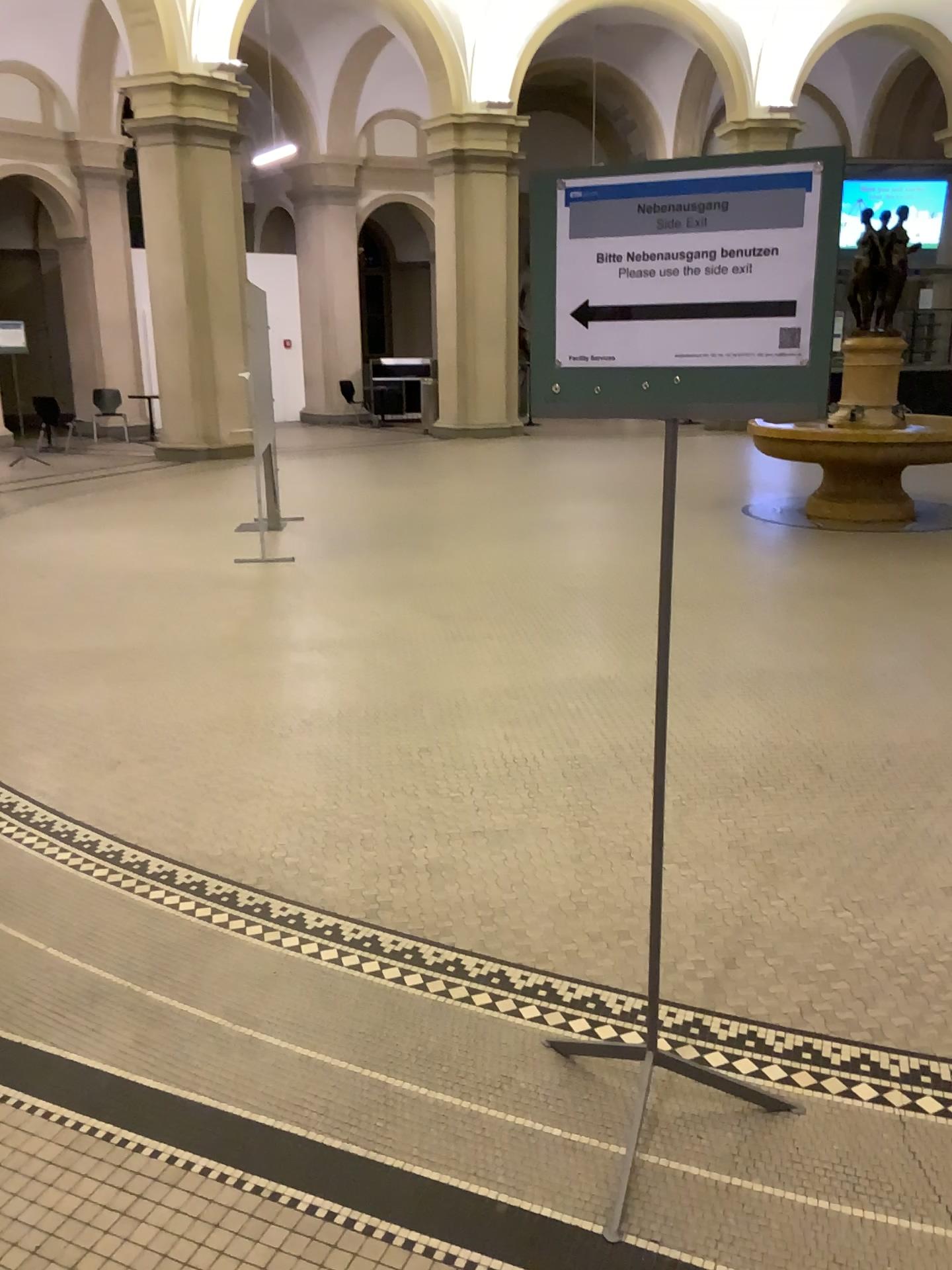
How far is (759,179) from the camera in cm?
164

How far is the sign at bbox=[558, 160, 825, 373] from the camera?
1.6 meters

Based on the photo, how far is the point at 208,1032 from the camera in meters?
2.4 m
